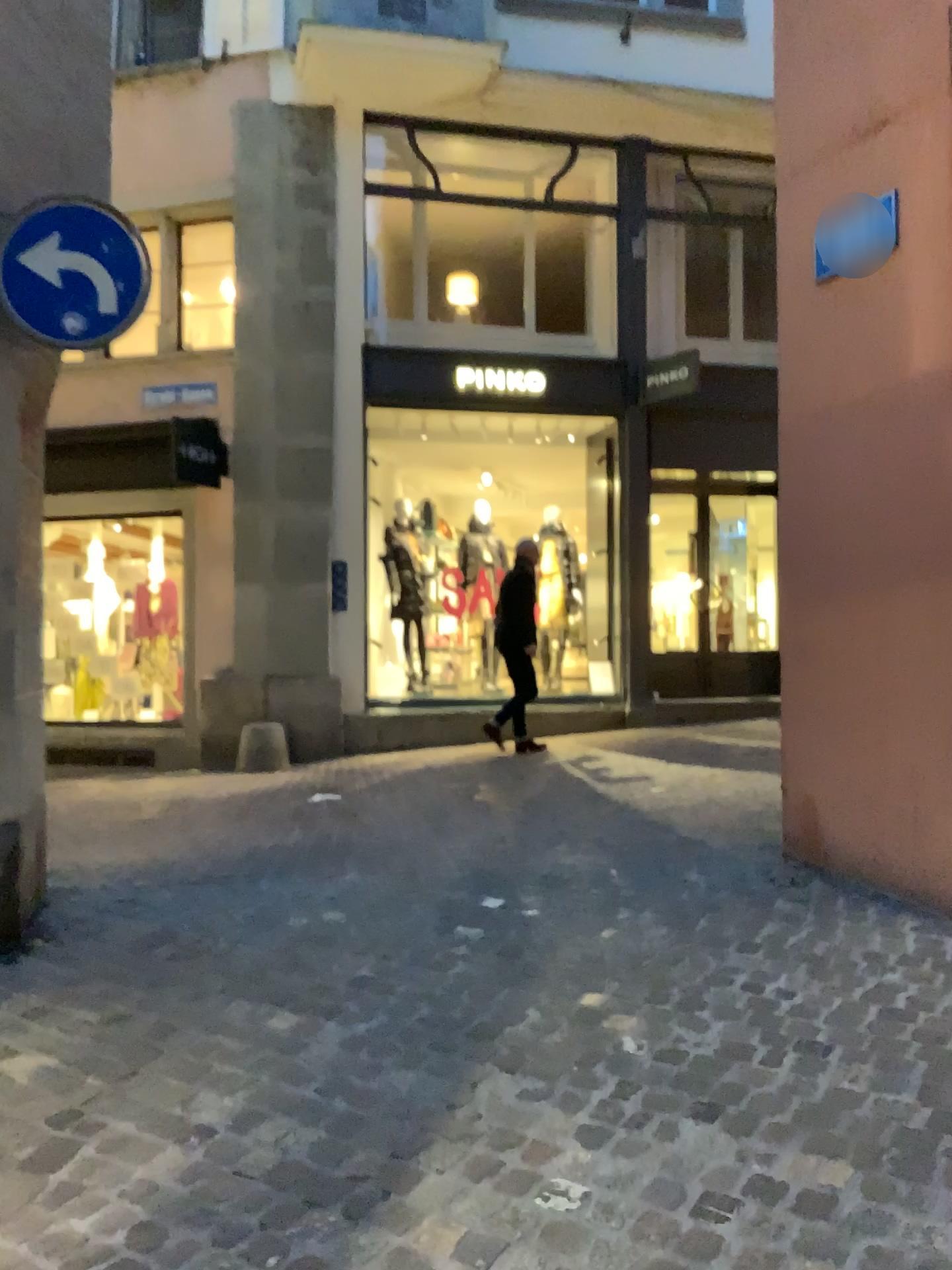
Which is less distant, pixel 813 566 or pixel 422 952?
pixel 422 952

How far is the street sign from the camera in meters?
3.8

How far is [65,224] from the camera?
3.8m
